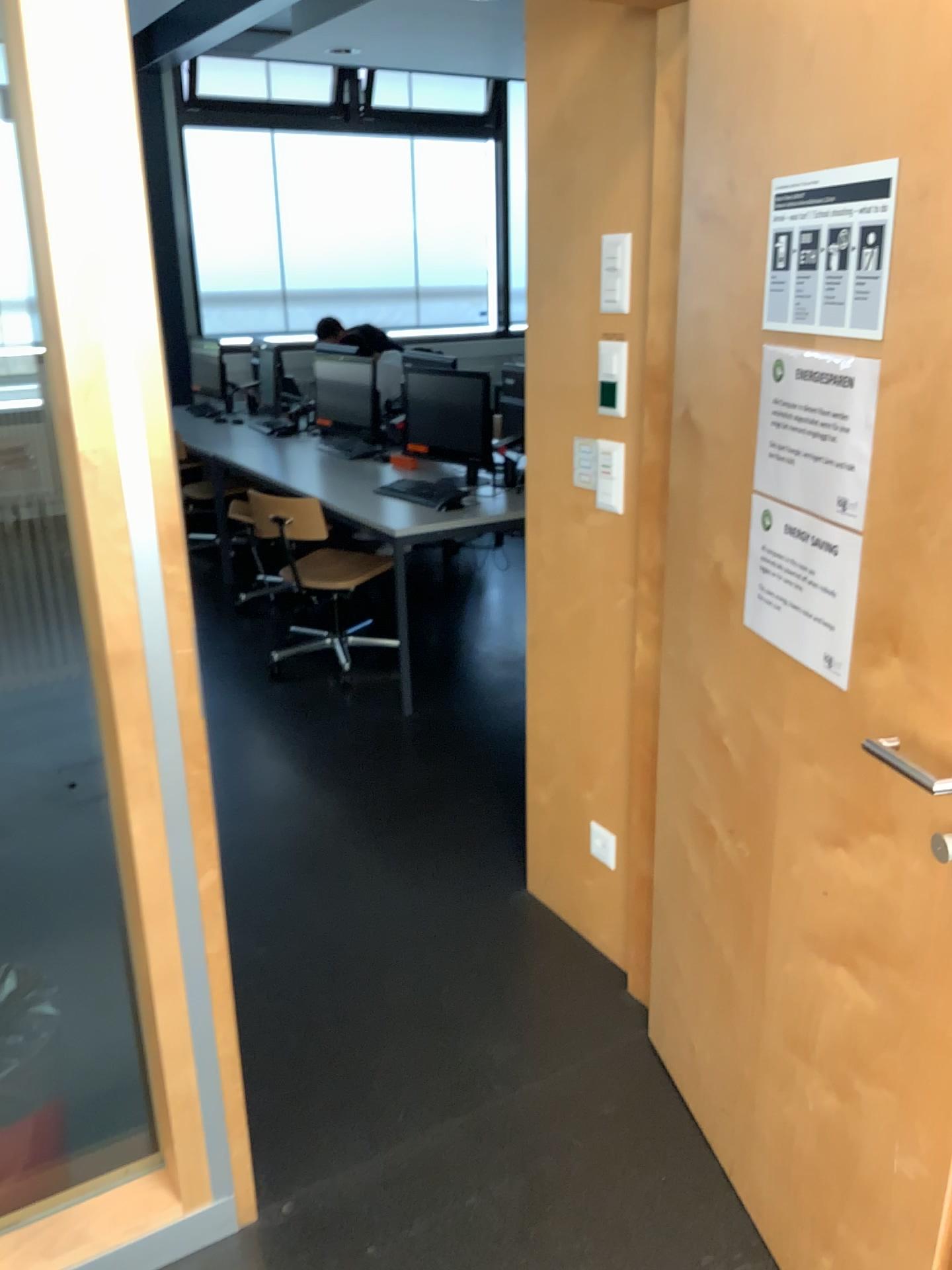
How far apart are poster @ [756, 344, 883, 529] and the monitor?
3.2 meters

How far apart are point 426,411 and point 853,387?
3.4 meters

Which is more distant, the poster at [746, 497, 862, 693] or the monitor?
the monitor

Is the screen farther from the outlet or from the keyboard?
the outlet

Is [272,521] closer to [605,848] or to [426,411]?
[426,411]

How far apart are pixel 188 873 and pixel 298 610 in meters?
3.3

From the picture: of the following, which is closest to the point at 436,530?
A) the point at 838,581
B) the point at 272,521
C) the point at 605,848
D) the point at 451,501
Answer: the point at 451,501

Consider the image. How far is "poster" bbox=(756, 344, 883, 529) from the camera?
1.30m

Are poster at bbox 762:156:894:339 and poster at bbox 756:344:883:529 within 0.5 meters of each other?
yes

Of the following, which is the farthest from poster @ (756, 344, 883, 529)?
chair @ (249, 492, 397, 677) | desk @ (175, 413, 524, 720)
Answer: chair @ (249, 492, 397, 677)
